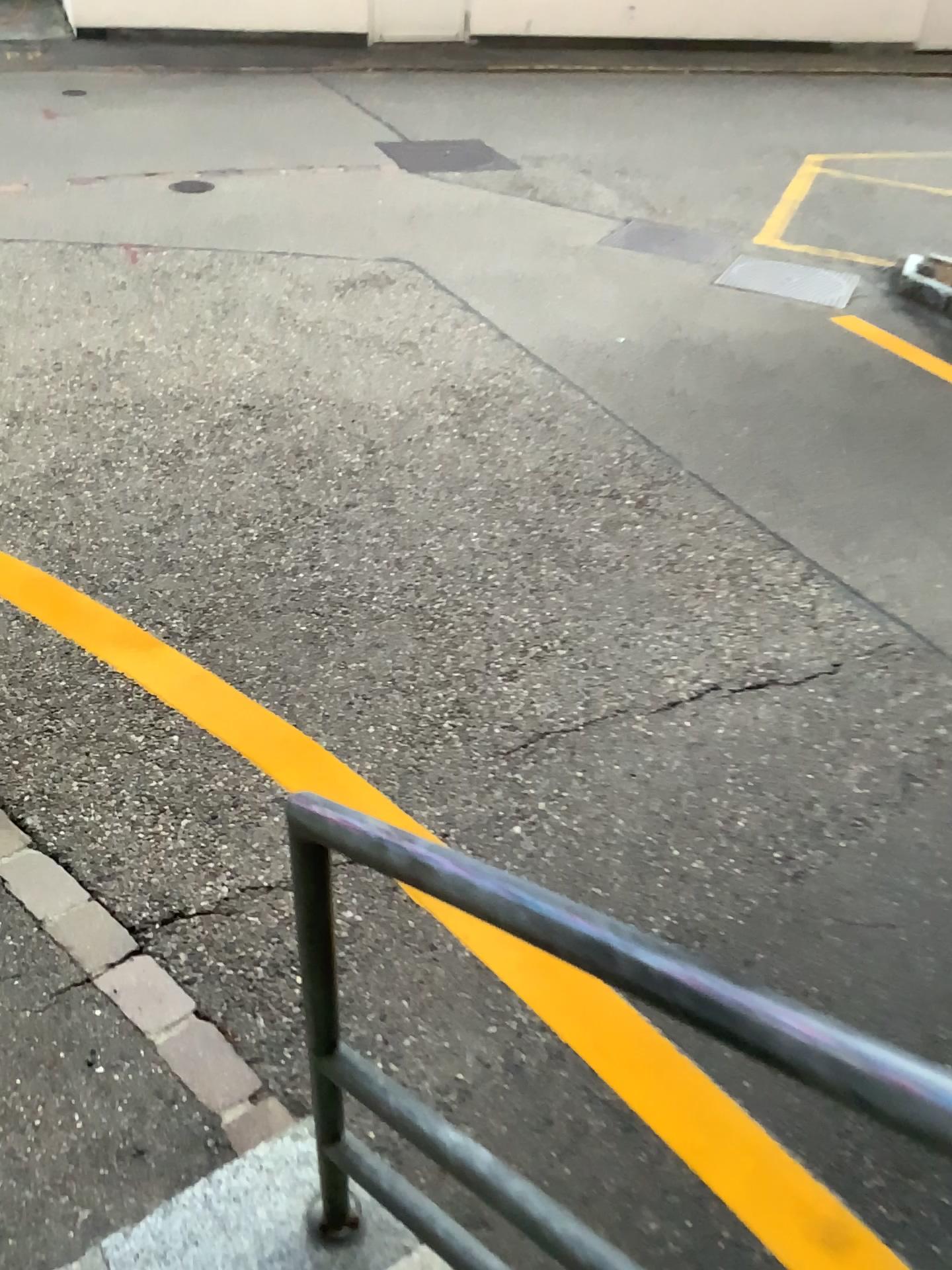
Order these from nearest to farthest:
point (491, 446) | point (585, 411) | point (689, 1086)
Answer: point (689, 1086) < point (491, 446) < point (585, 411)
